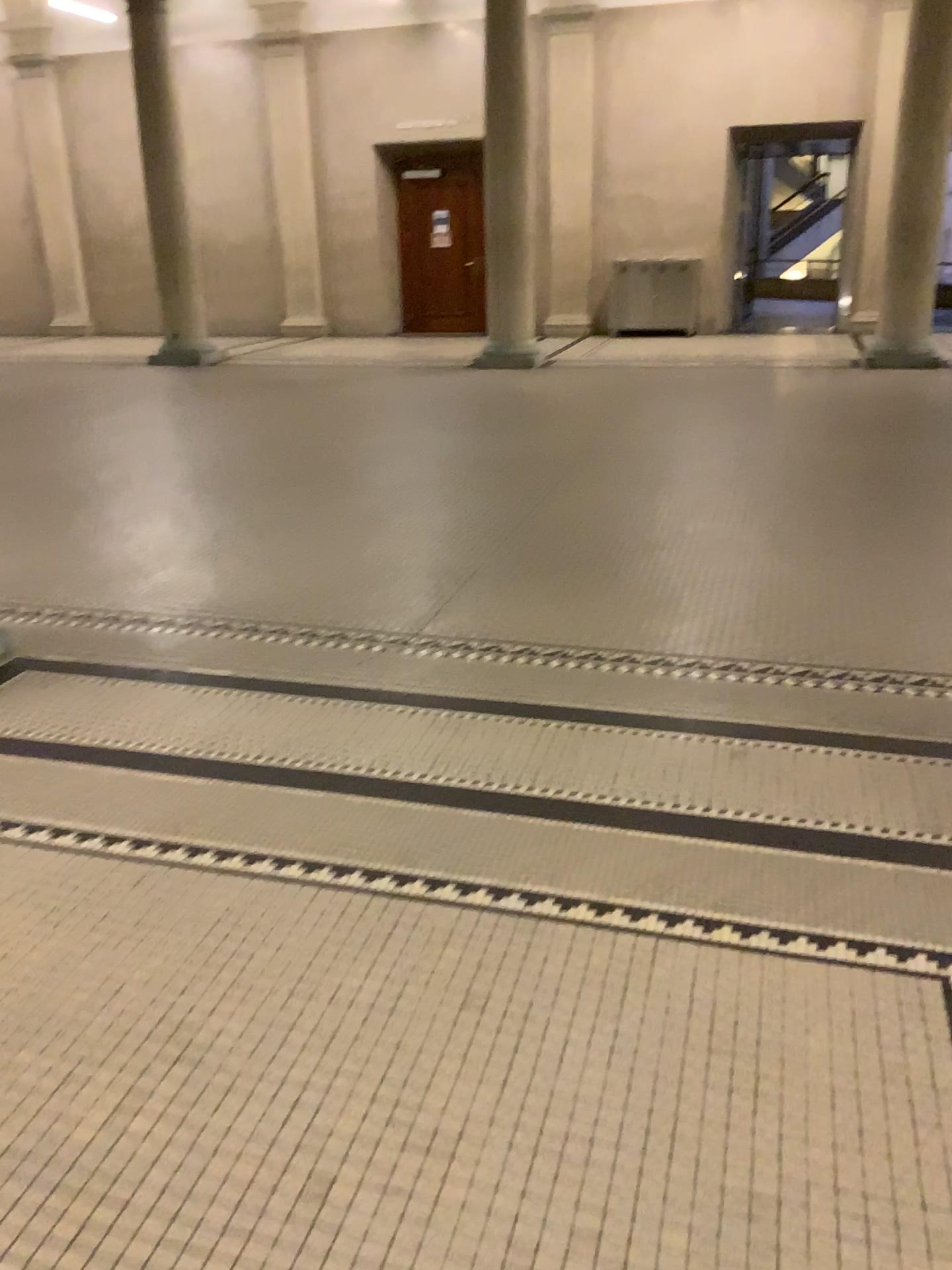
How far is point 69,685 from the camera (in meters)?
3.74
